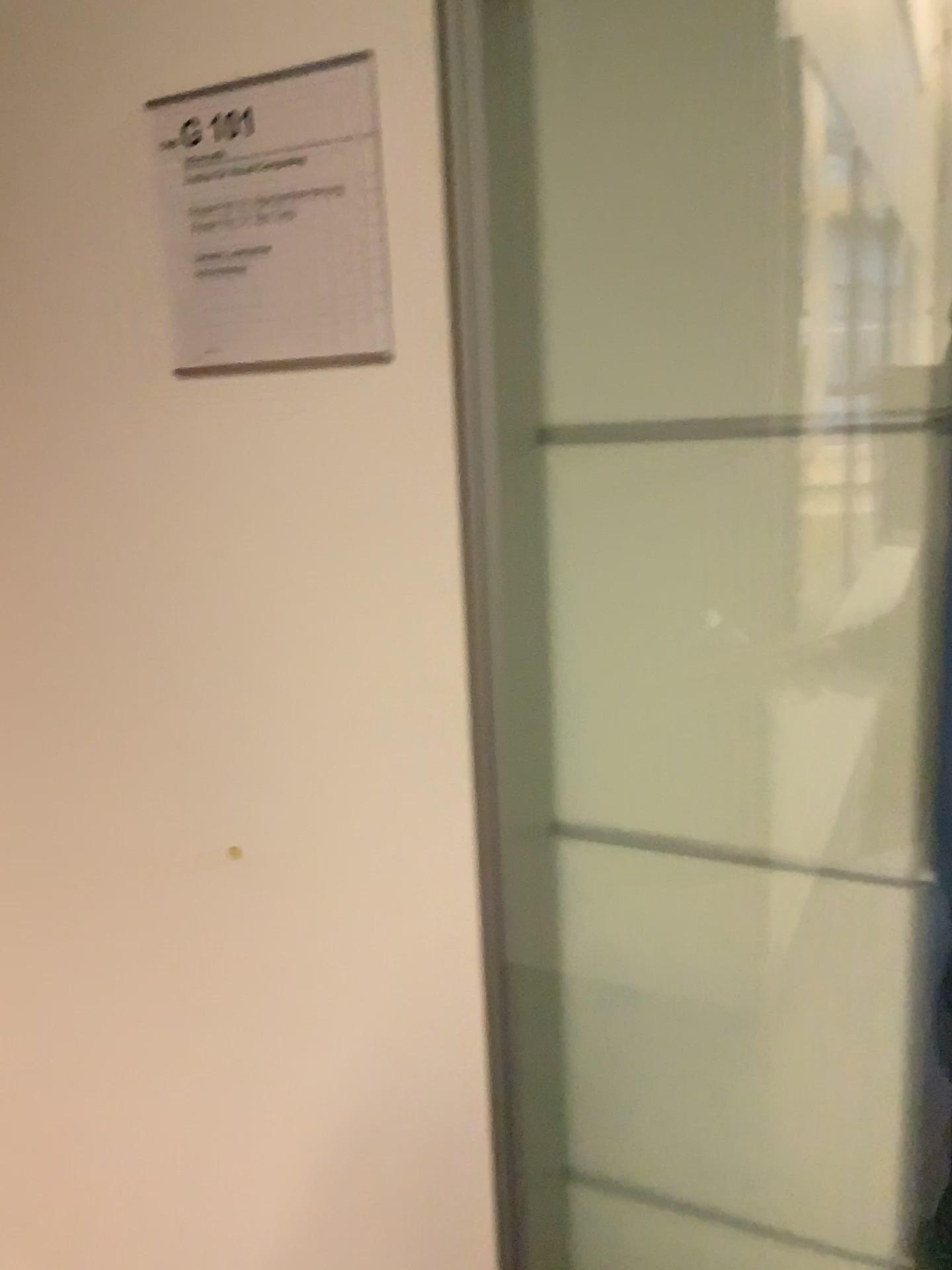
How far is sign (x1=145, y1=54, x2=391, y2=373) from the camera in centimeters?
80cm

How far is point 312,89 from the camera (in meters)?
0.80

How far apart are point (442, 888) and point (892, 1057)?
0.39m
